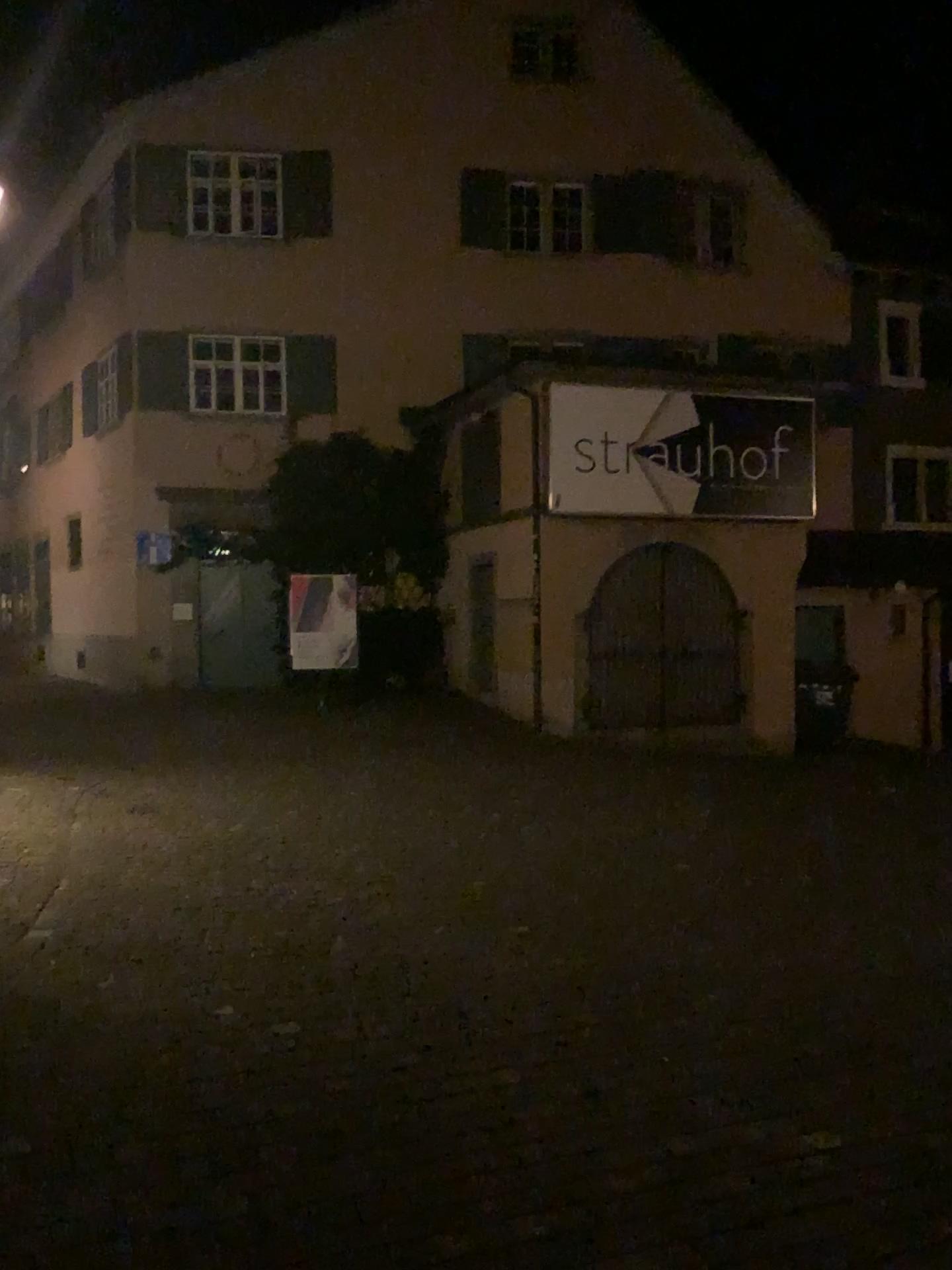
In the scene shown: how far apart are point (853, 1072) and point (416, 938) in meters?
1.9
